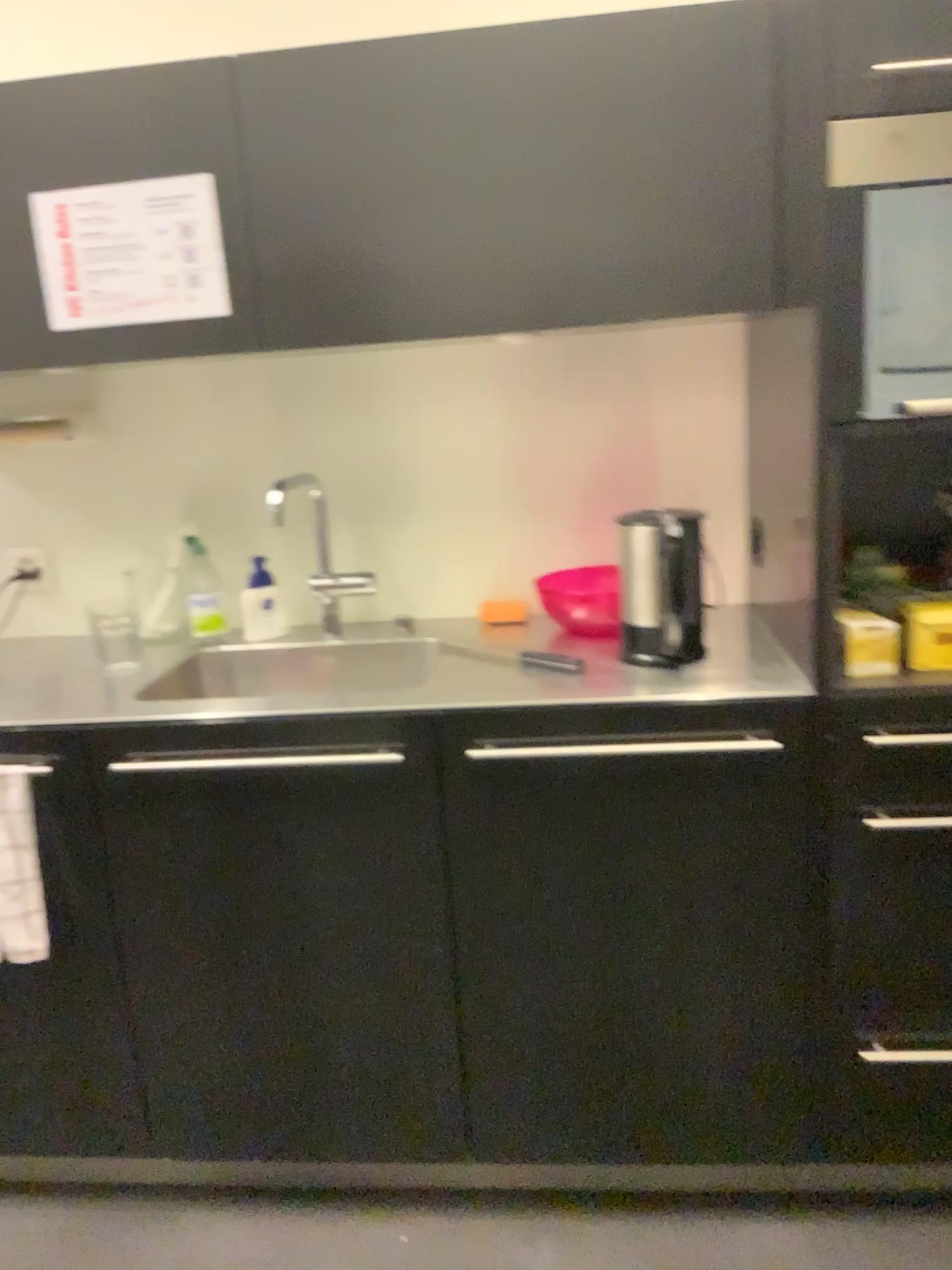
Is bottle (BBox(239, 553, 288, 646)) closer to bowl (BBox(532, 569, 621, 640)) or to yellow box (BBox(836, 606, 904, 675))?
bowl (BBox(532, 569, 621, 640))

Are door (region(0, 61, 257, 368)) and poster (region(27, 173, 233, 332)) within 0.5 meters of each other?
yes

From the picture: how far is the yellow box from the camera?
1.6 meters

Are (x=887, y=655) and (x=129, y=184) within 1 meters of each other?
no

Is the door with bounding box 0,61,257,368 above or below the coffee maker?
above

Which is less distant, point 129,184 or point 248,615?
point 129,184

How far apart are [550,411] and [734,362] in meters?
0.4

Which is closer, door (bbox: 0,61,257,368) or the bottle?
door (bbox: 0,61,257,368)

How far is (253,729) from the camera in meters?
1.6

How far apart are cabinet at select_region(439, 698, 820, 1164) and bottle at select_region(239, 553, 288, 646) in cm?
72
